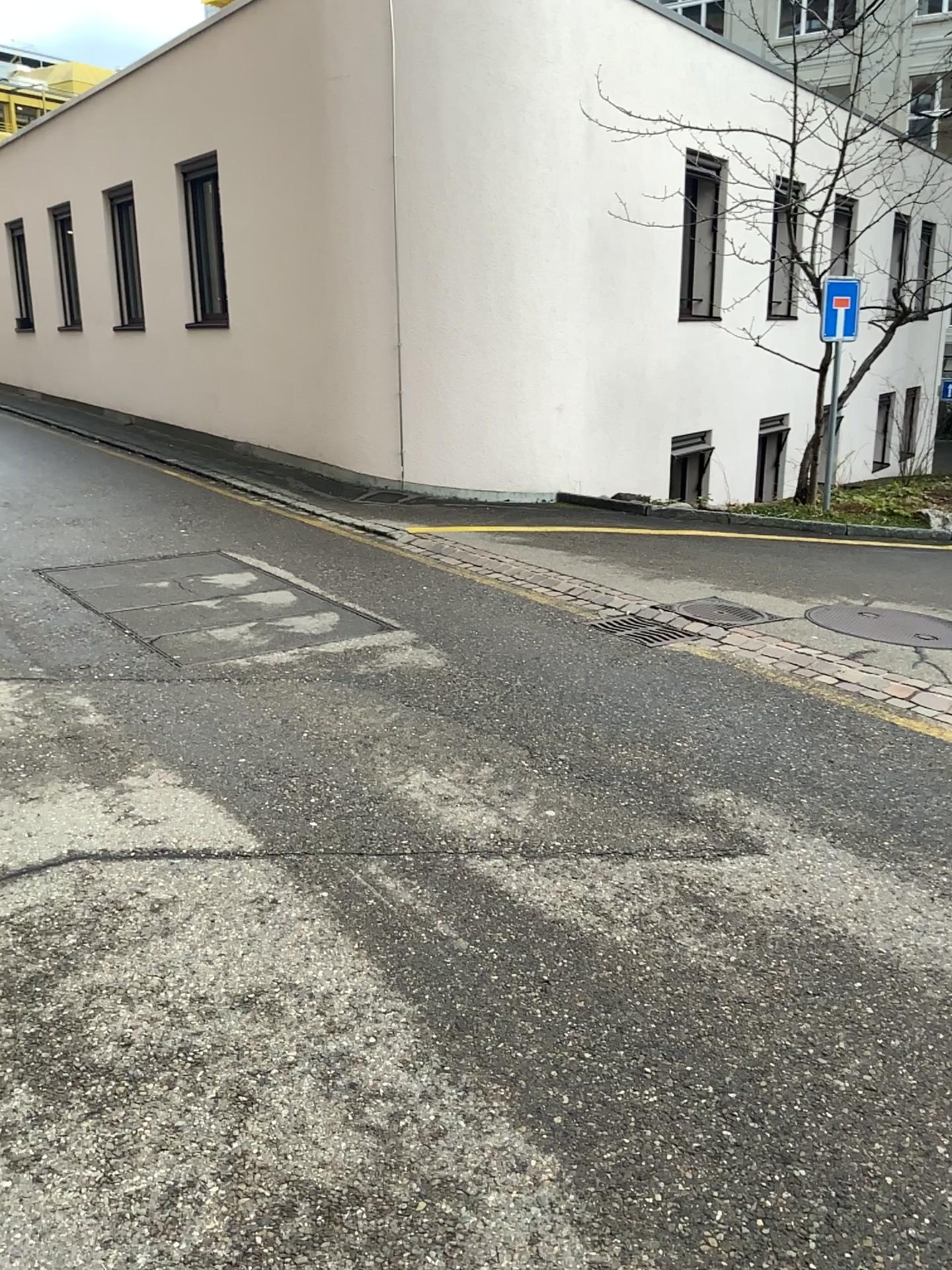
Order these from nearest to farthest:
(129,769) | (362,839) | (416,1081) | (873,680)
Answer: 1. (416,1081)
2. (362,839)
3. (129,769)
4. (873,680)
